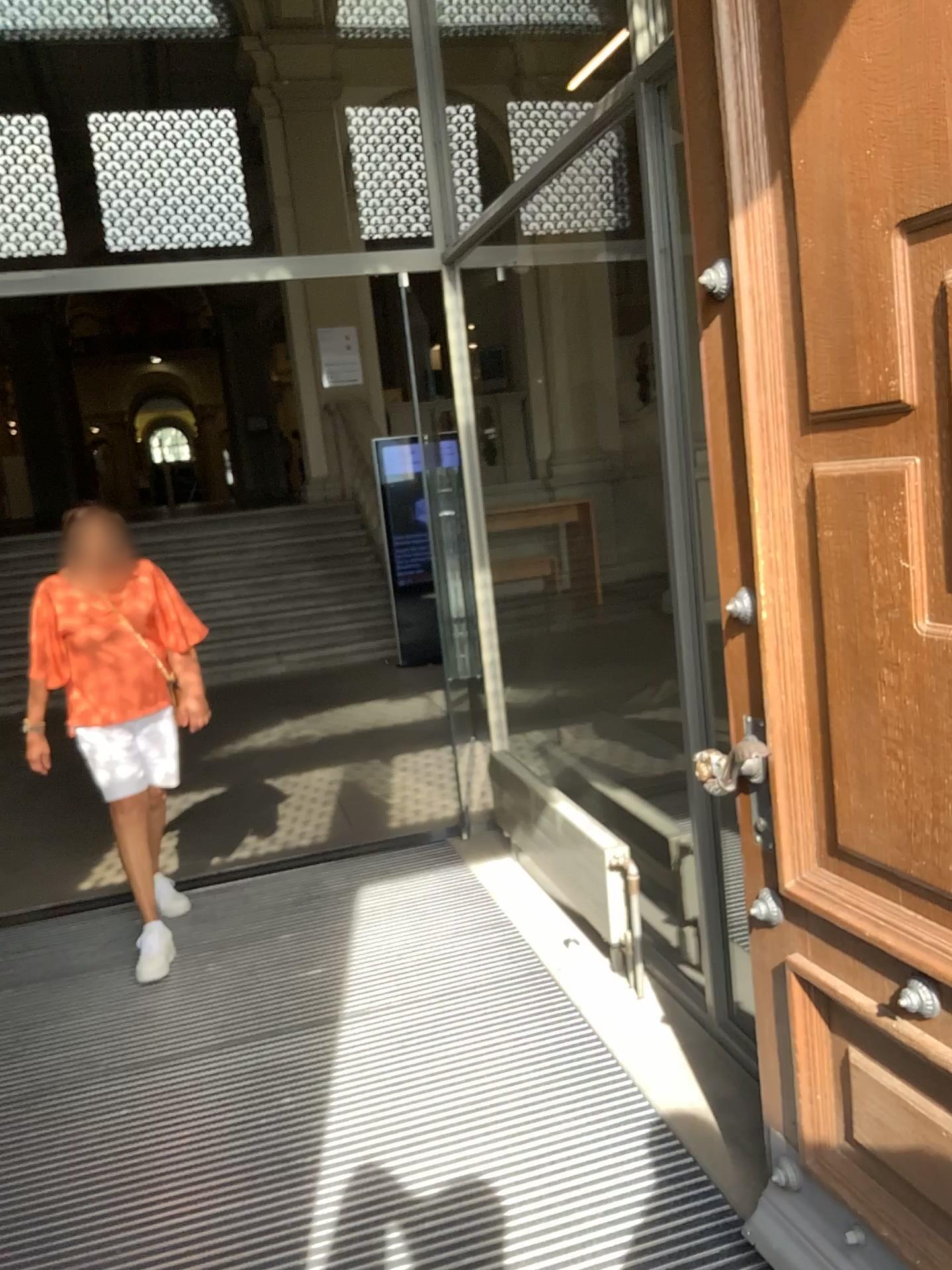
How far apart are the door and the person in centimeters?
223cm

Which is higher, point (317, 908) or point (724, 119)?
point (724, 119)

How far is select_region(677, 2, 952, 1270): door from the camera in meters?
1.3 m

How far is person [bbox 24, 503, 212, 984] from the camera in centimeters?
350cm

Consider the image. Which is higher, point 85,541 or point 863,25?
point 863,25

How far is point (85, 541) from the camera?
3.5 meters

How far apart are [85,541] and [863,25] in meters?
2.9 m

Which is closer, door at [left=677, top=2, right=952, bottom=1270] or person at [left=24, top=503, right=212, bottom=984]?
door at [left=677, top=2, right=952, bottom=1270]
